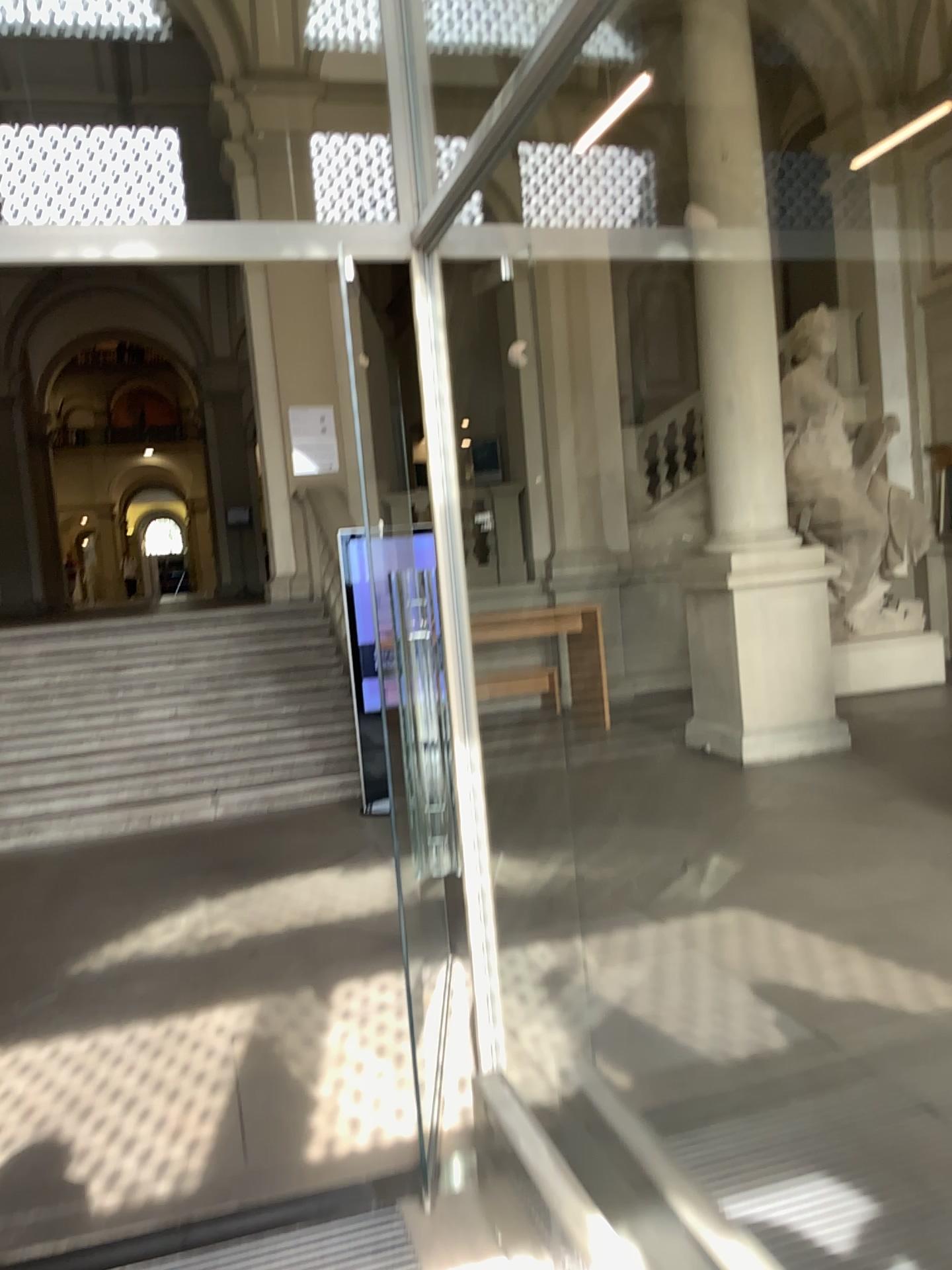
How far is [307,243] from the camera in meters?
2.5
